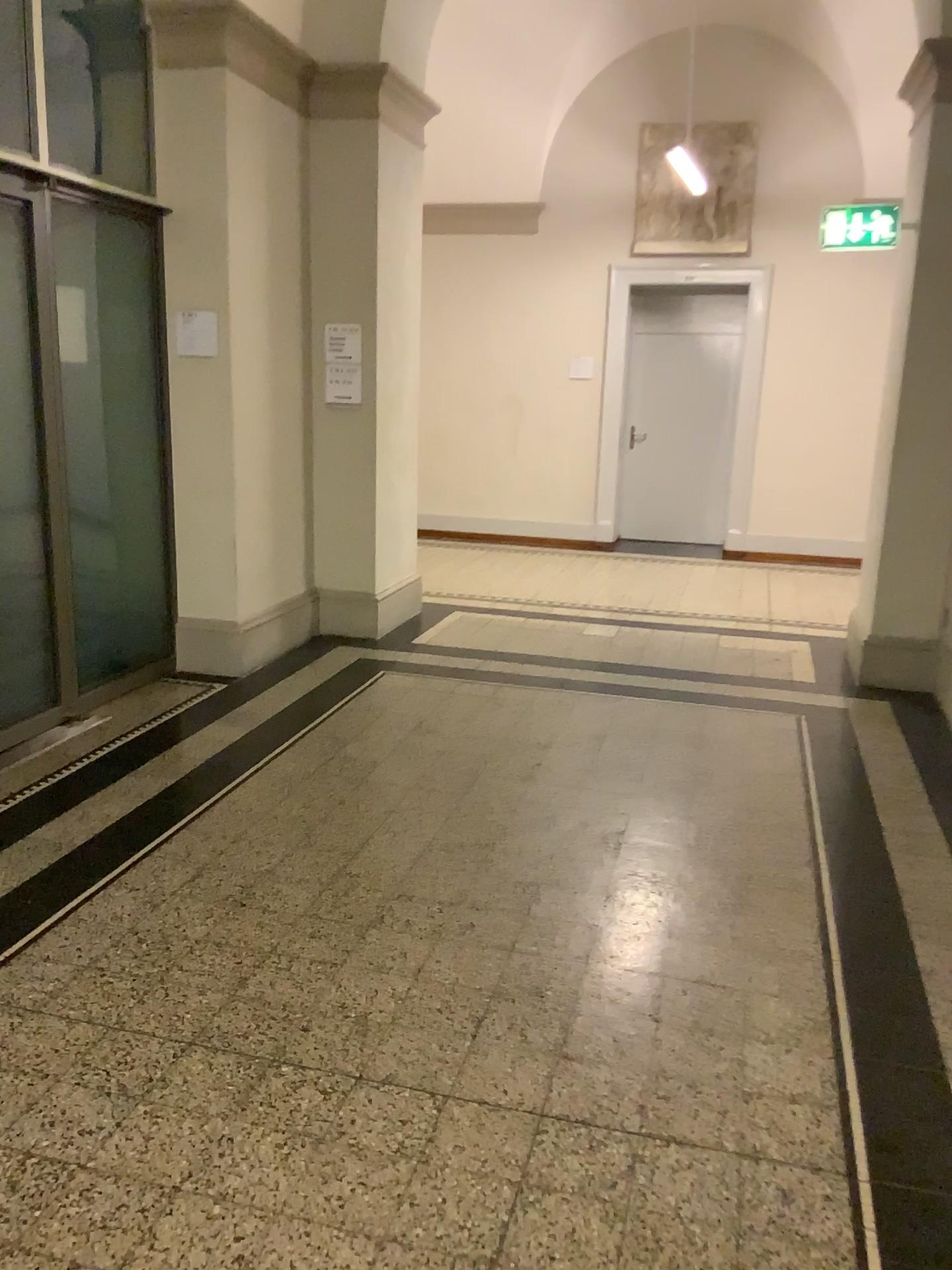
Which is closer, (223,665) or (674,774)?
(674,774)
